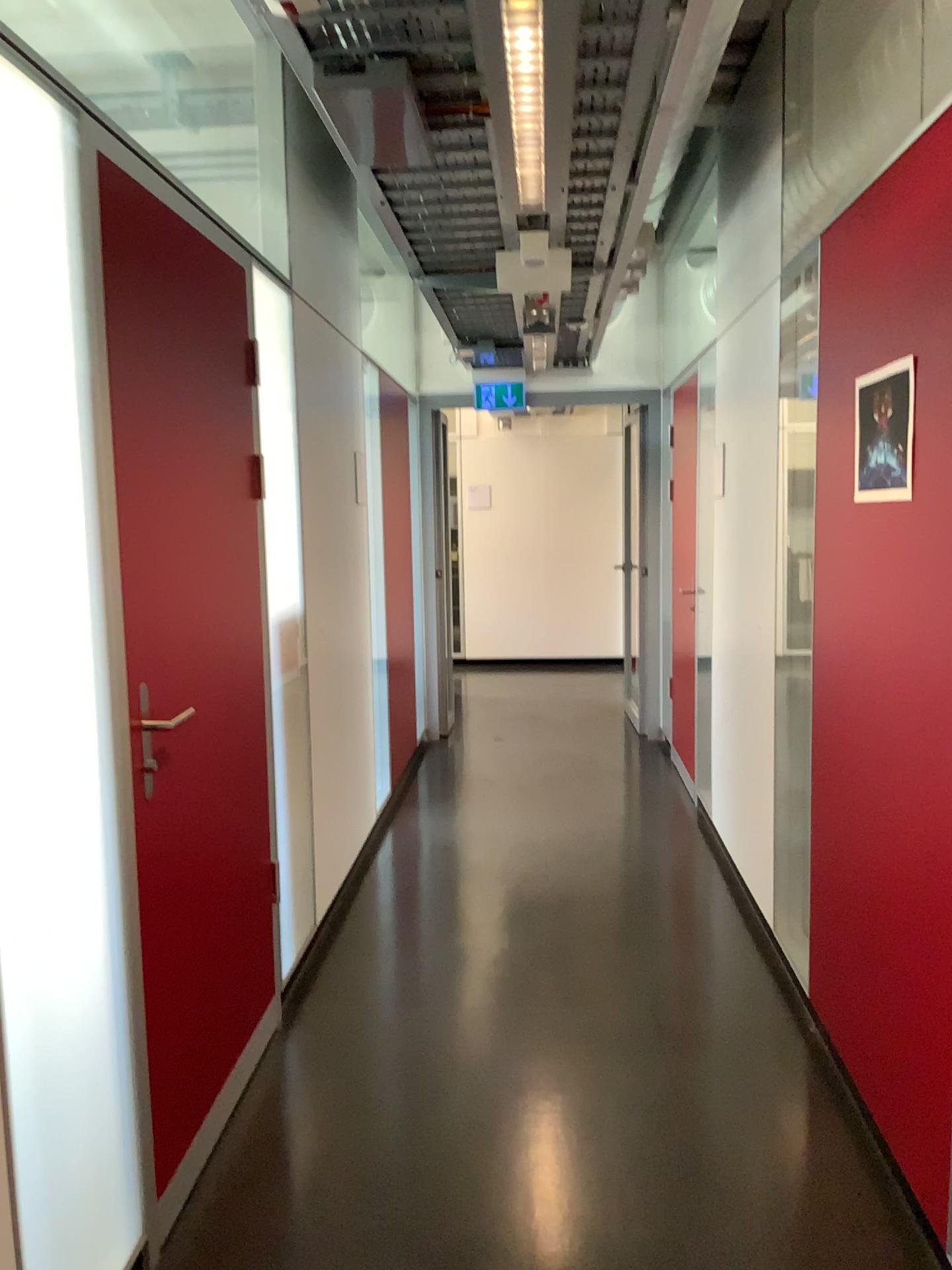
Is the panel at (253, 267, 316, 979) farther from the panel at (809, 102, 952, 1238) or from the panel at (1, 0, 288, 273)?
the panel at (809, 102, 952, 1238)

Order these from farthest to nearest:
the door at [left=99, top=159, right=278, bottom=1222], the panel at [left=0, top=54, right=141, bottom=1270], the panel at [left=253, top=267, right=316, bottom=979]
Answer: the panel at [left=253, top=267, right=316, bottom=979] < the door at [left=99, top=159, right=278, bottom=1222] < the panel at [left=0, top=54, right=141, bottom=1270]

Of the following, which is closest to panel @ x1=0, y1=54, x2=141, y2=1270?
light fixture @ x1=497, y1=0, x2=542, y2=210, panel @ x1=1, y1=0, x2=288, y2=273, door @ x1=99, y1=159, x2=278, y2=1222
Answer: door @ x1=99, y1=159, x2=278, y2=1222

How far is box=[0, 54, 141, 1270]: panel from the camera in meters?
1.6

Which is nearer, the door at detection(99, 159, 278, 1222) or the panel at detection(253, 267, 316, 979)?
the door at detection(99, 159, 278, 1222)

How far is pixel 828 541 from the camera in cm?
268

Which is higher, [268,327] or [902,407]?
[268,327]

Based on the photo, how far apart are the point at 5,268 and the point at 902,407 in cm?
163

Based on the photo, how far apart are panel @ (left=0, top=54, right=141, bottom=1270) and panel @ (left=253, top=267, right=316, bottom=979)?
1.0 meters

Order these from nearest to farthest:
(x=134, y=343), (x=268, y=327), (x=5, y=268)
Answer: (x=5, y=268), (x=134, y=343), (x=268, y=327)
